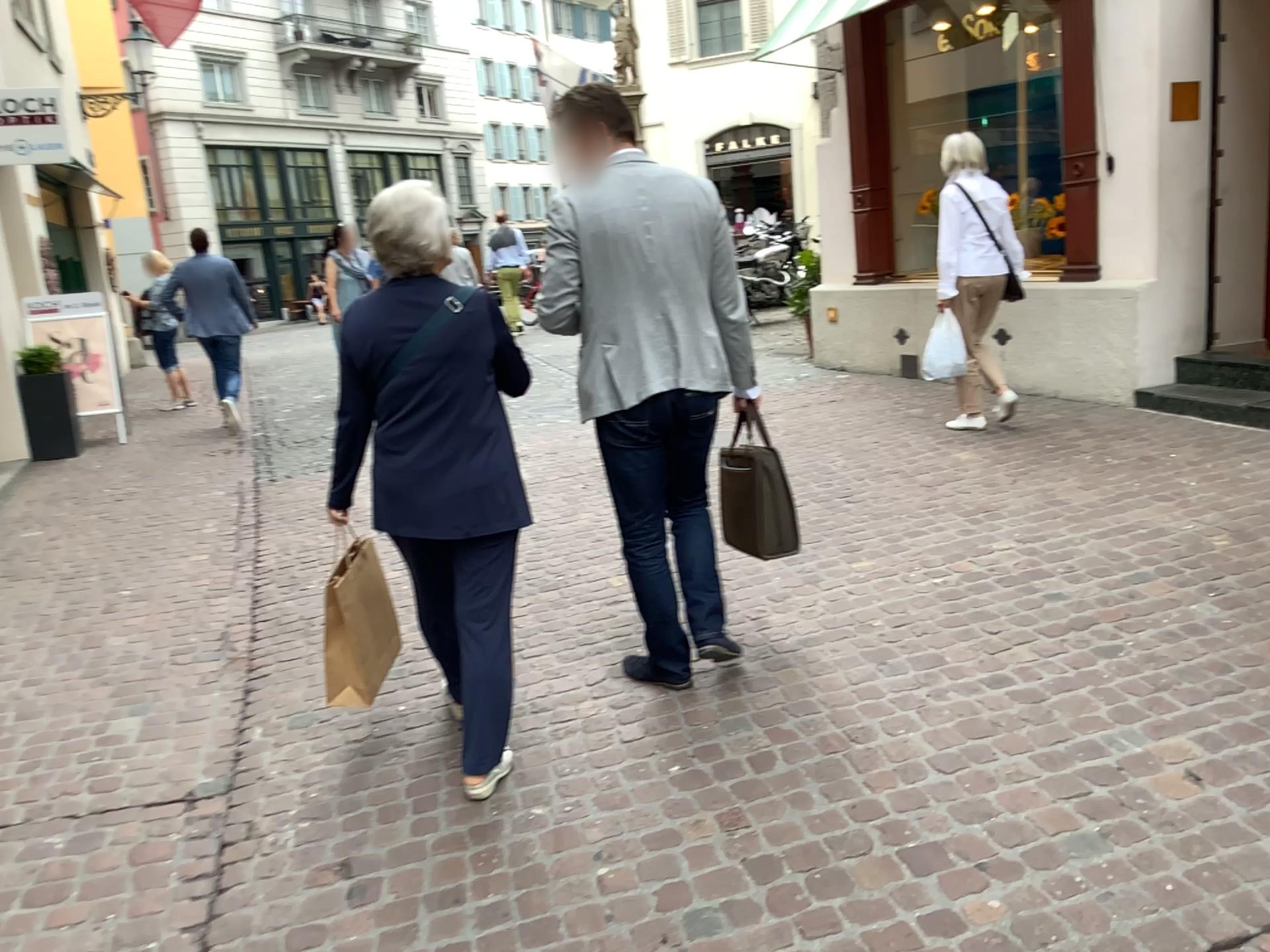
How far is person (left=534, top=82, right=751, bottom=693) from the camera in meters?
2.9 m

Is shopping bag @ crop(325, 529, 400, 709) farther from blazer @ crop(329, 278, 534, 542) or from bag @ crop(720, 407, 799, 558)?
bag @ crop(720, 407, 799, 558)

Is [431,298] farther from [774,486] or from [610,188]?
[774,486]

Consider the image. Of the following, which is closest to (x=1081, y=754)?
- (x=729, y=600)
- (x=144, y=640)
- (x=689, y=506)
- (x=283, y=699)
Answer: (x=689, y=506)

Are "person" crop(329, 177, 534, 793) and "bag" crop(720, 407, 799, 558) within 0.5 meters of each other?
no

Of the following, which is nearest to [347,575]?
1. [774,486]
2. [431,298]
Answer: [431,298]

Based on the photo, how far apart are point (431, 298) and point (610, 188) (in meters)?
0.60

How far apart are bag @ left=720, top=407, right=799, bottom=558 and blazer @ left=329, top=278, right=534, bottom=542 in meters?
0.8 m

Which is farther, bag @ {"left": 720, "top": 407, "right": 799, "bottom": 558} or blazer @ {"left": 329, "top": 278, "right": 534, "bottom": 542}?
bag @ {"left": 720, "top": 407, "right": 799, "bottom": 558}

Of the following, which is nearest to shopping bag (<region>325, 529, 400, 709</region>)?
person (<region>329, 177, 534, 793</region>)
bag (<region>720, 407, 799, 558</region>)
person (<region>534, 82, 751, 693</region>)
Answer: person (<region>329, 177, 534, 793</region>)
